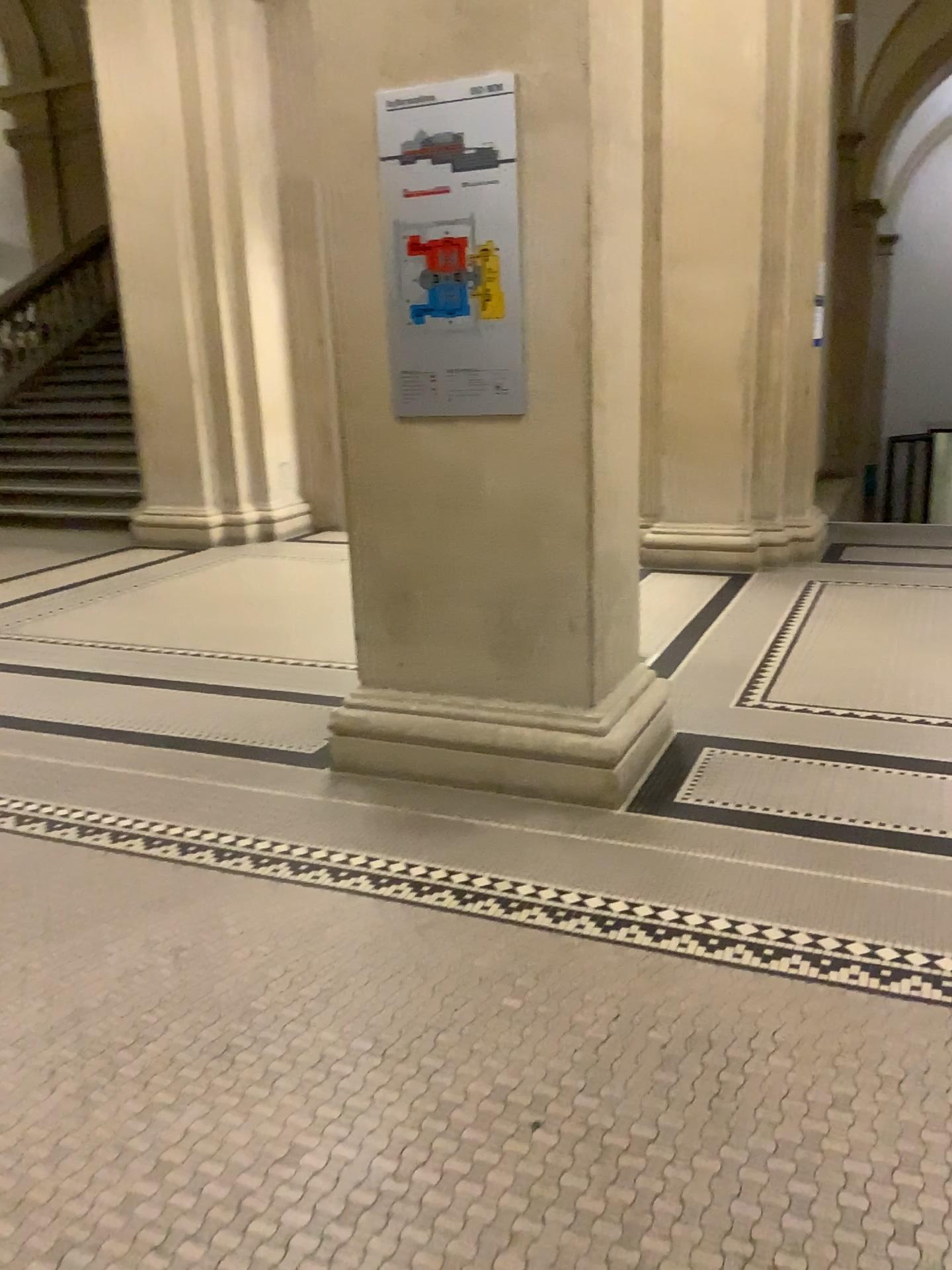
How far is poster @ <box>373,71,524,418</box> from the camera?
2.9 meters

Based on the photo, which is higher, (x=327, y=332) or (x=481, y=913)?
(x=327, y=332)

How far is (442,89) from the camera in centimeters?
293cm
